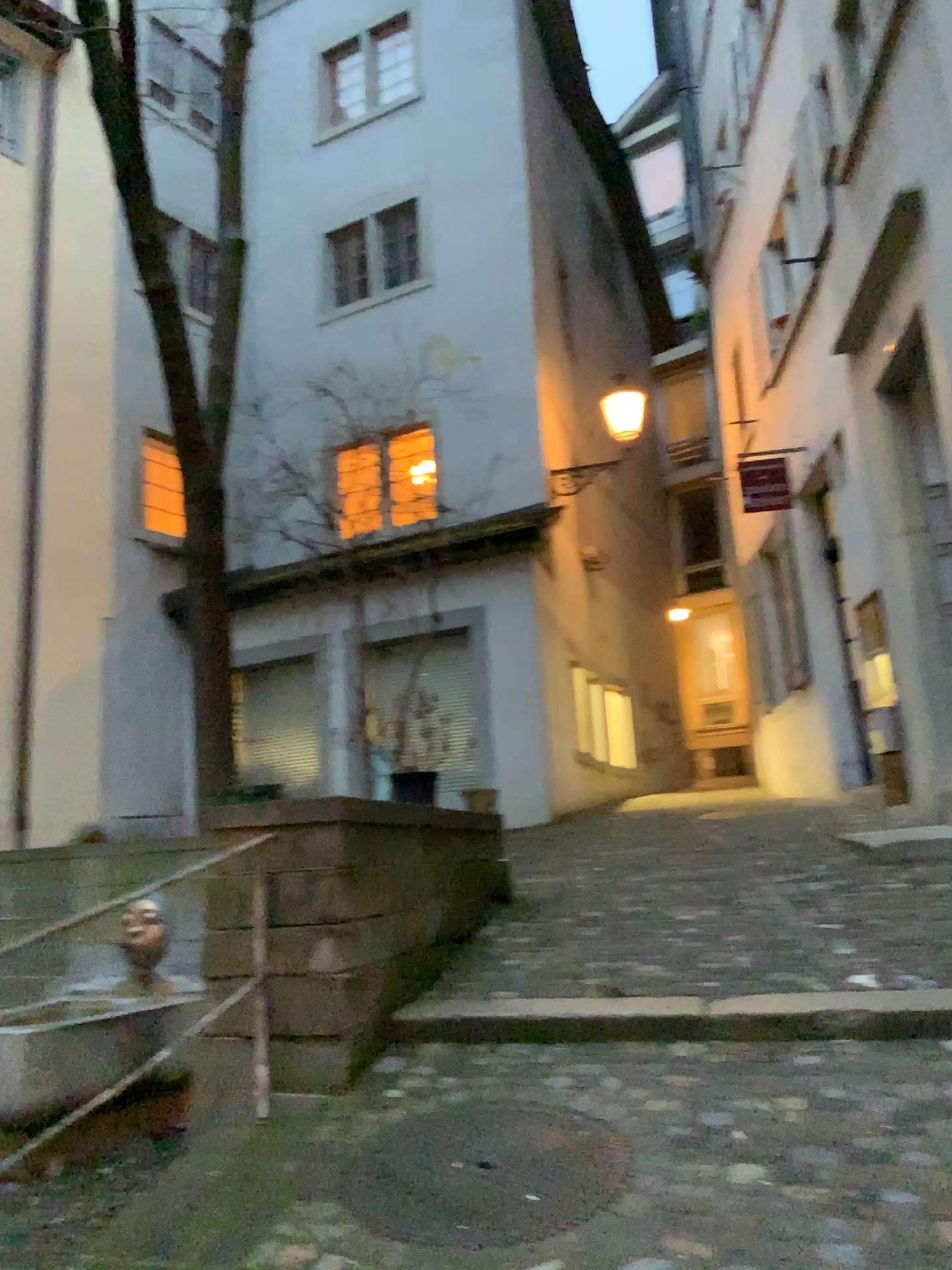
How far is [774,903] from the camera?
4.6 meters
